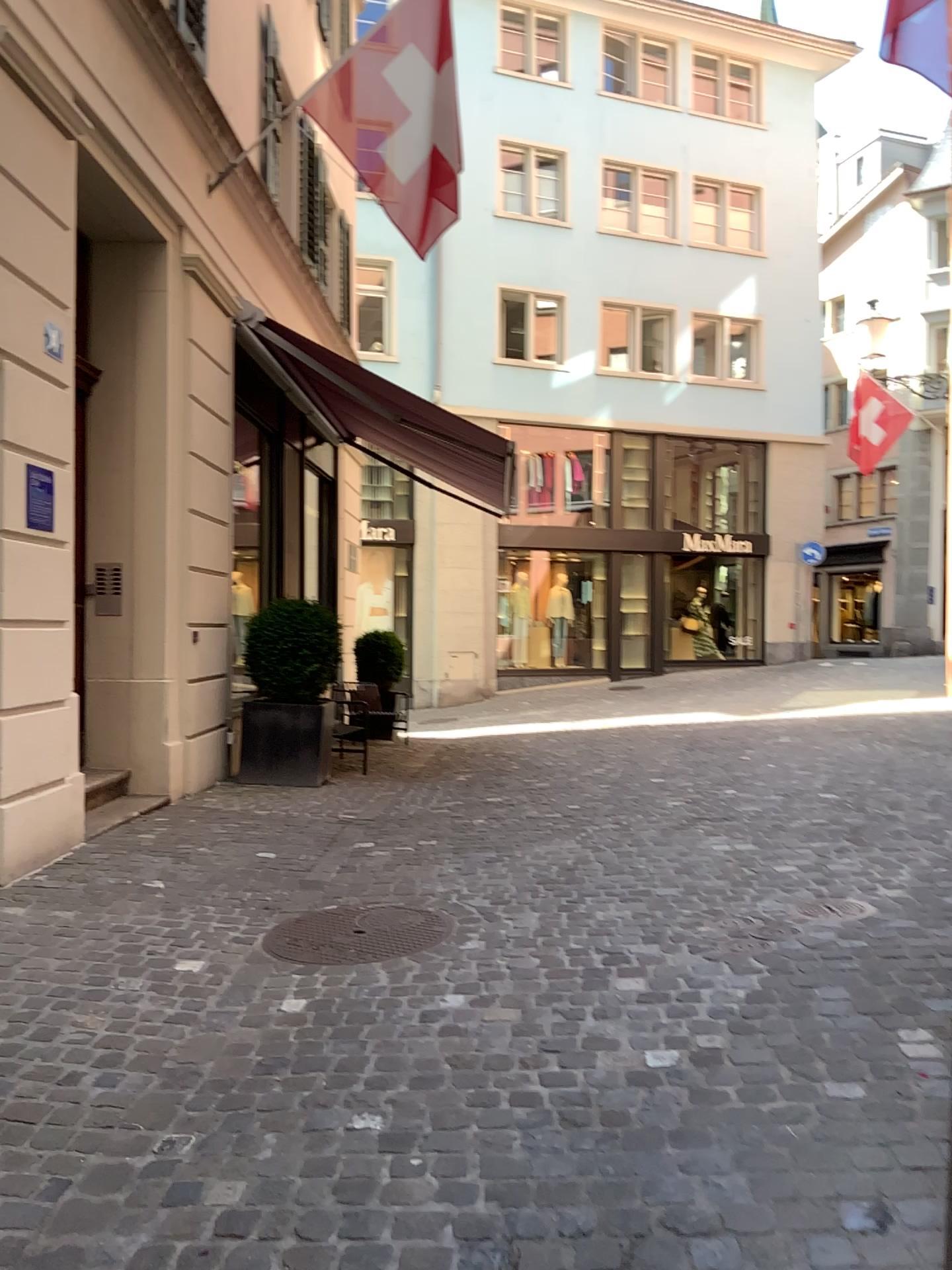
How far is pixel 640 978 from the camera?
3.3m

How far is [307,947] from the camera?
3.7 meters

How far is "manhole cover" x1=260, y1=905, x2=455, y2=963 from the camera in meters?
3.7
